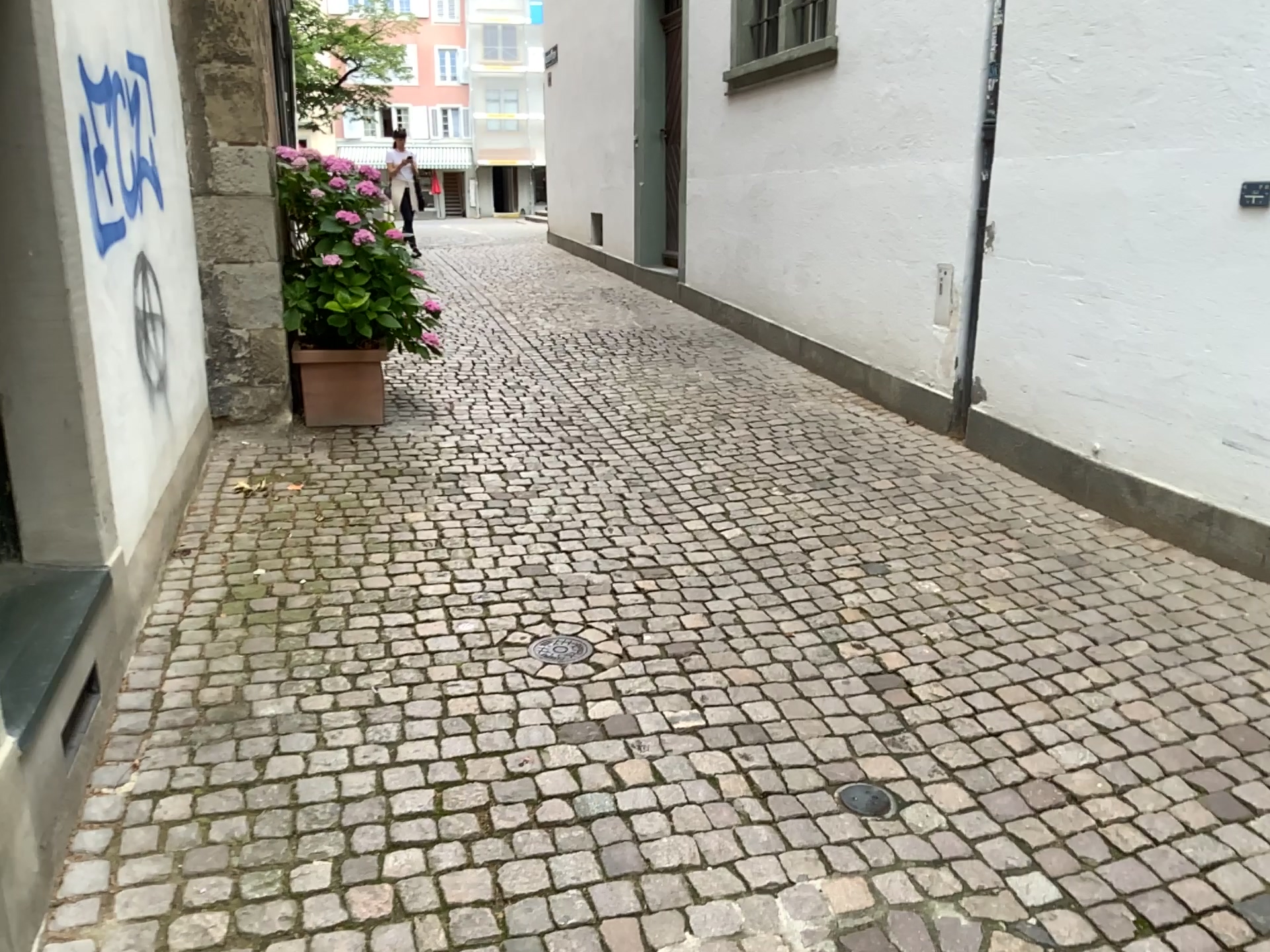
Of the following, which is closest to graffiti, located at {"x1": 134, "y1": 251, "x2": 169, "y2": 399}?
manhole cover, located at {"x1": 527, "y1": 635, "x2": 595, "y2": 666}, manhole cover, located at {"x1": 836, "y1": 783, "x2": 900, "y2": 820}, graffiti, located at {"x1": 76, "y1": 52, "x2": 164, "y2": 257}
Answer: graffiti, located at {"x1": 76, "y1": 52, "x2": 164, "y2": 257}

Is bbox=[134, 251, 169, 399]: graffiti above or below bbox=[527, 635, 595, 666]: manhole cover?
above

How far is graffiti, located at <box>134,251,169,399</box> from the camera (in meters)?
3.44

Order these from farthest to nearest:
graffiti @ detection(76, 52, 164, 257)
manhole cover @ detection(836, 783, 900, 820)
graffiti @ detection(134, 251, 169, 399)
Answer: graffiti @ detection(134, 251, 169, 399) → graffiti @ detection(76, 52, 164, 257) → manhole cover @ detection(836, 783, 900, 820)

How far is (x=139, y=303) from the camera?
3.4 meters

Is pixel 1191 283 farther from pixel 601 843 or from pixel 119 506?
pixel 119 506

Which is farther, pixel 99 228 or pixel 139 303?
pixel 139 303

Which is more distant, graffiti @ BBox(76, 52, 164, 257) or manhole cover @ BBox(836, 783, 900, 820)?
graffiti @ BBox(76, 52, 164, 257)

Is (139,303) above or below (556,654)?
above

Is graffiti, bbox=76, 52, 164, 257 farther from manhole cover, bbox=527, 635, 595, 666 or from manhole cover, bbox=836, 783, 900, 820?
manhole cover, bbox=836, 783, 900, 820
